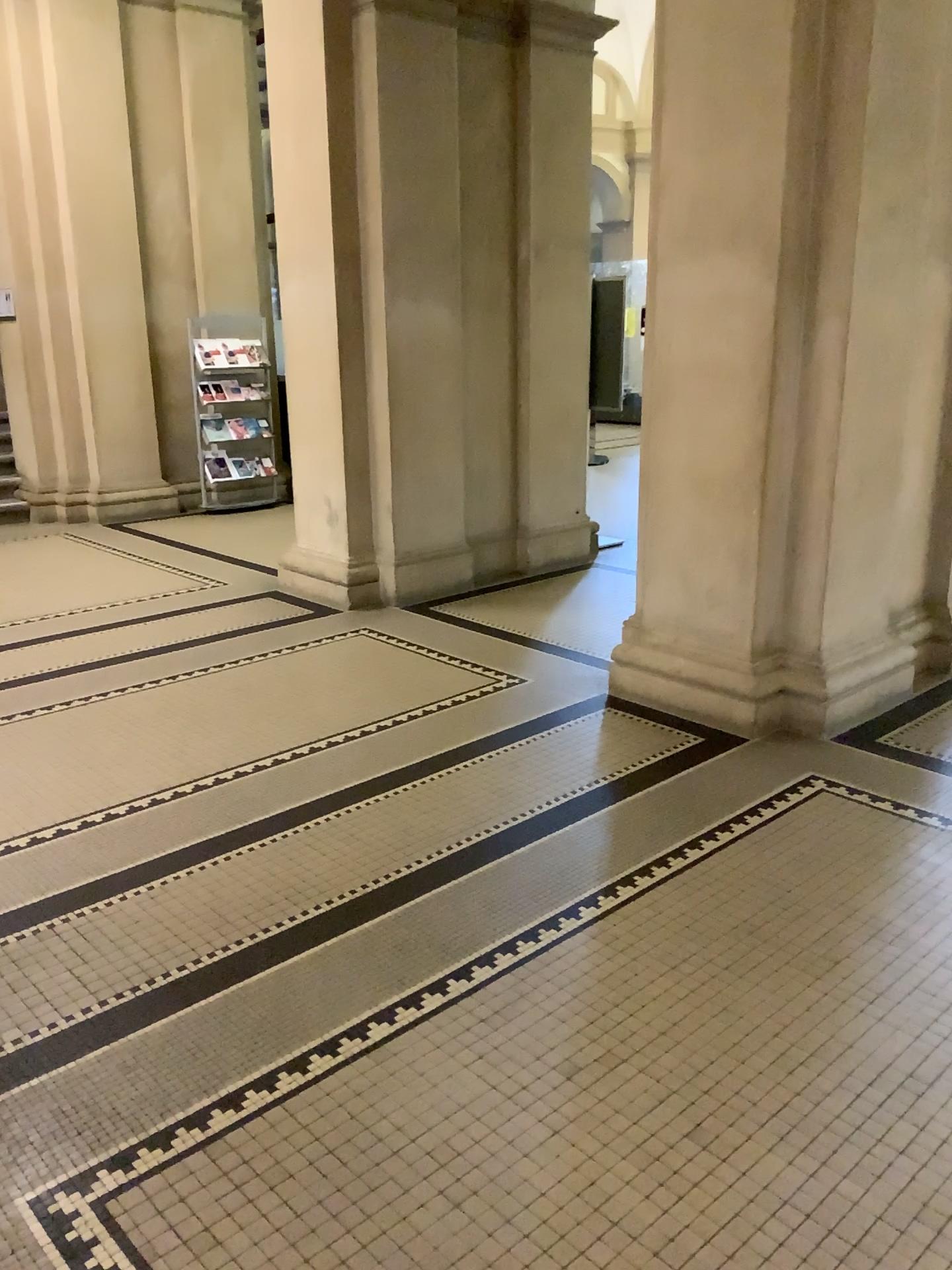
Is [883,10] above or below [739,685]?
above

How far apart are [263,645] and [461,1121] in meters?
3.3 m

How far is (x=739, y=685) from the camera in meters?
4.1 m

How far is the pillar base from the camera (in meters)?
4.11

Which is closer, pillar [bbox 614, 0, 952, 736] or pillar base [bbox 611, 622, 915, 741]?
pillar [bbox 614, 0, 952, 736]

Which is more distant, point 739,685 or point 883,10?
point 739,685
